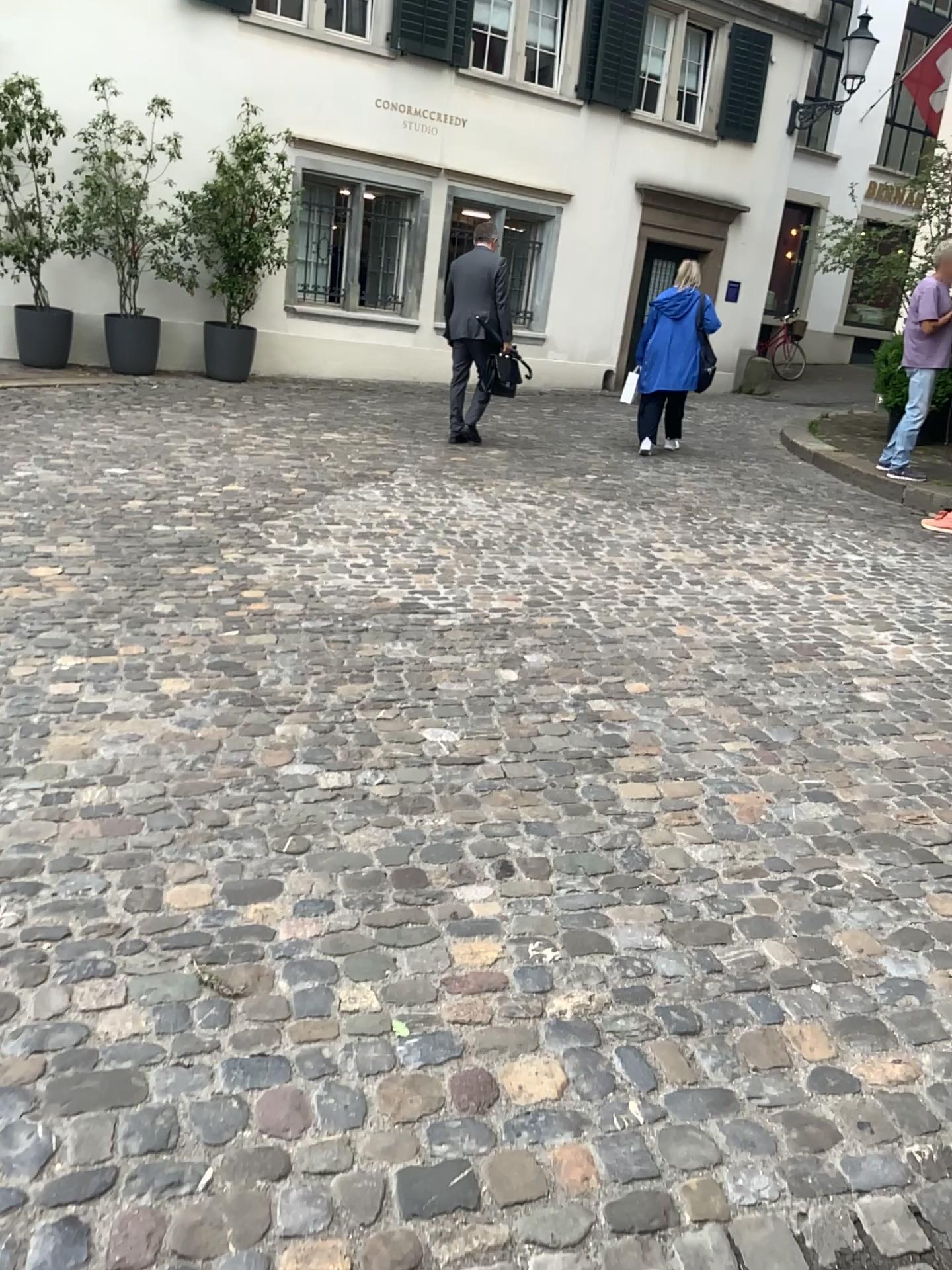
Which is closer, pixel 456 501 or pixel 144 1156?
pixel 144 1156
